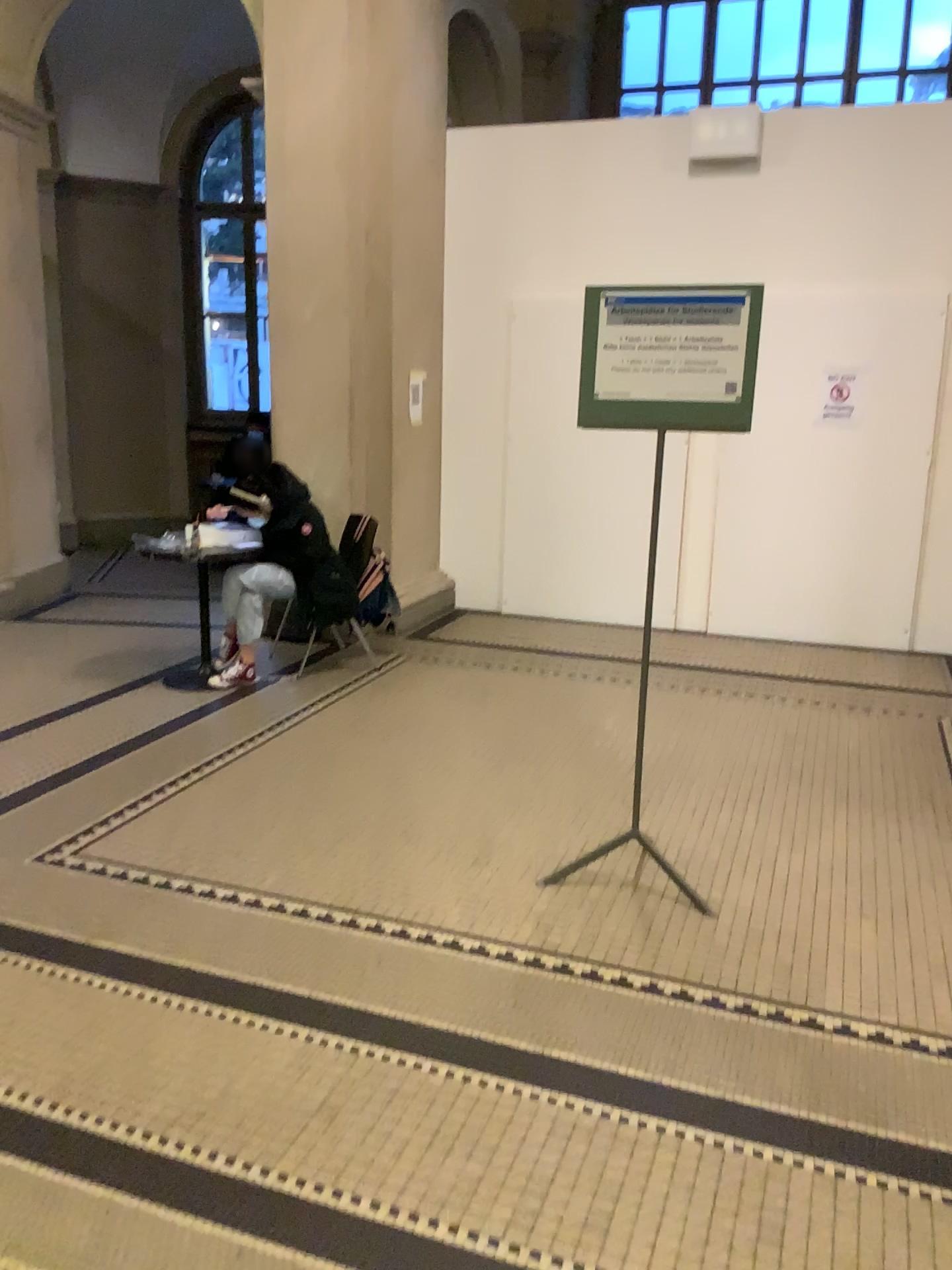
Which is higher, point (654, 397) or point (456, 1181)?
point (654, 397)
